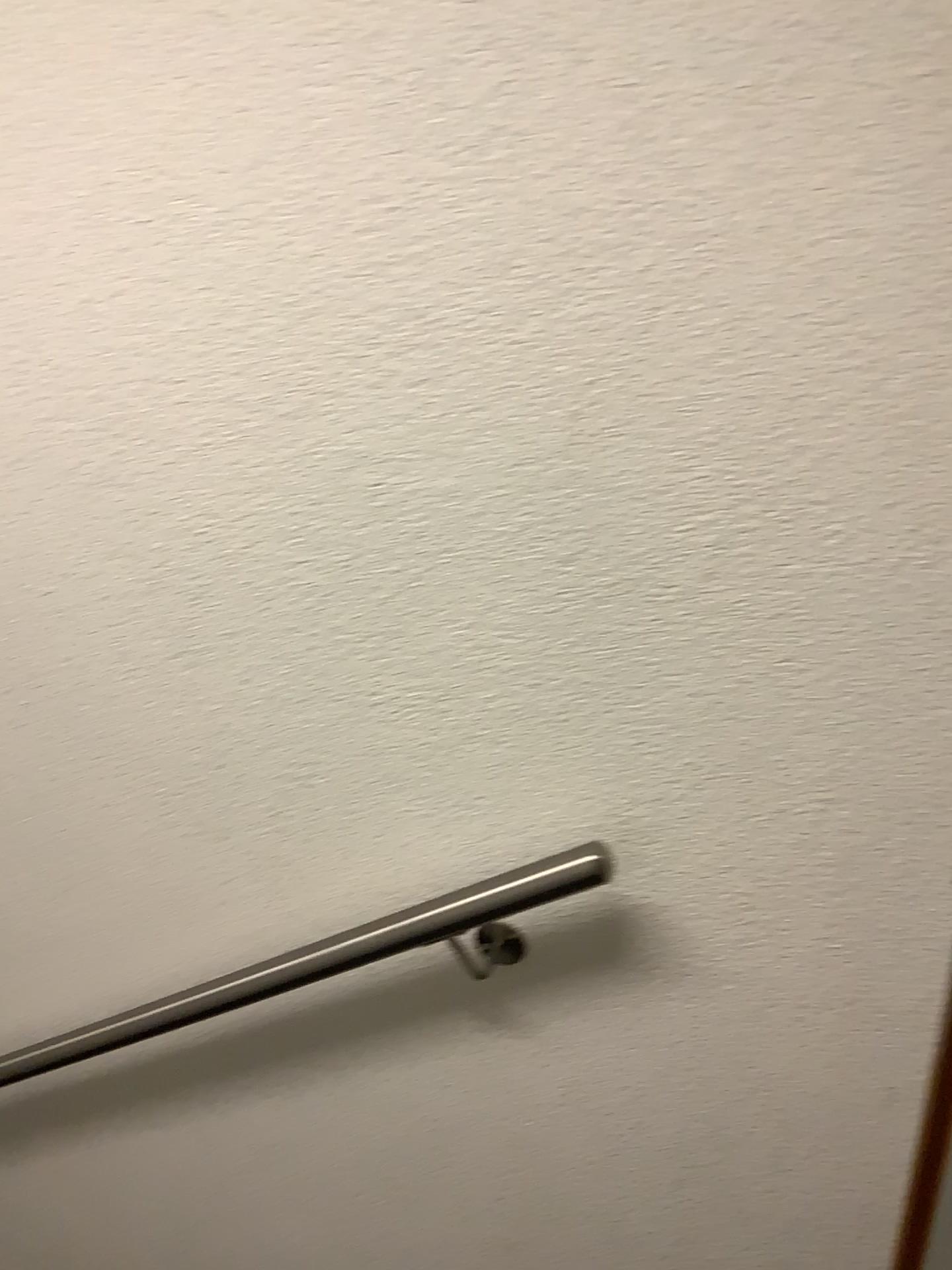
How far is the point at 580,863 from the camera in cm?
105

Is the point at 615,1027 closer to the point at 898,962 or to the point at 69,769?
the point at 898,962

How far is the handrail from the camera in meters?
1.1

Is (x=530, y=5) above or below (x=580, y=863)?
above
